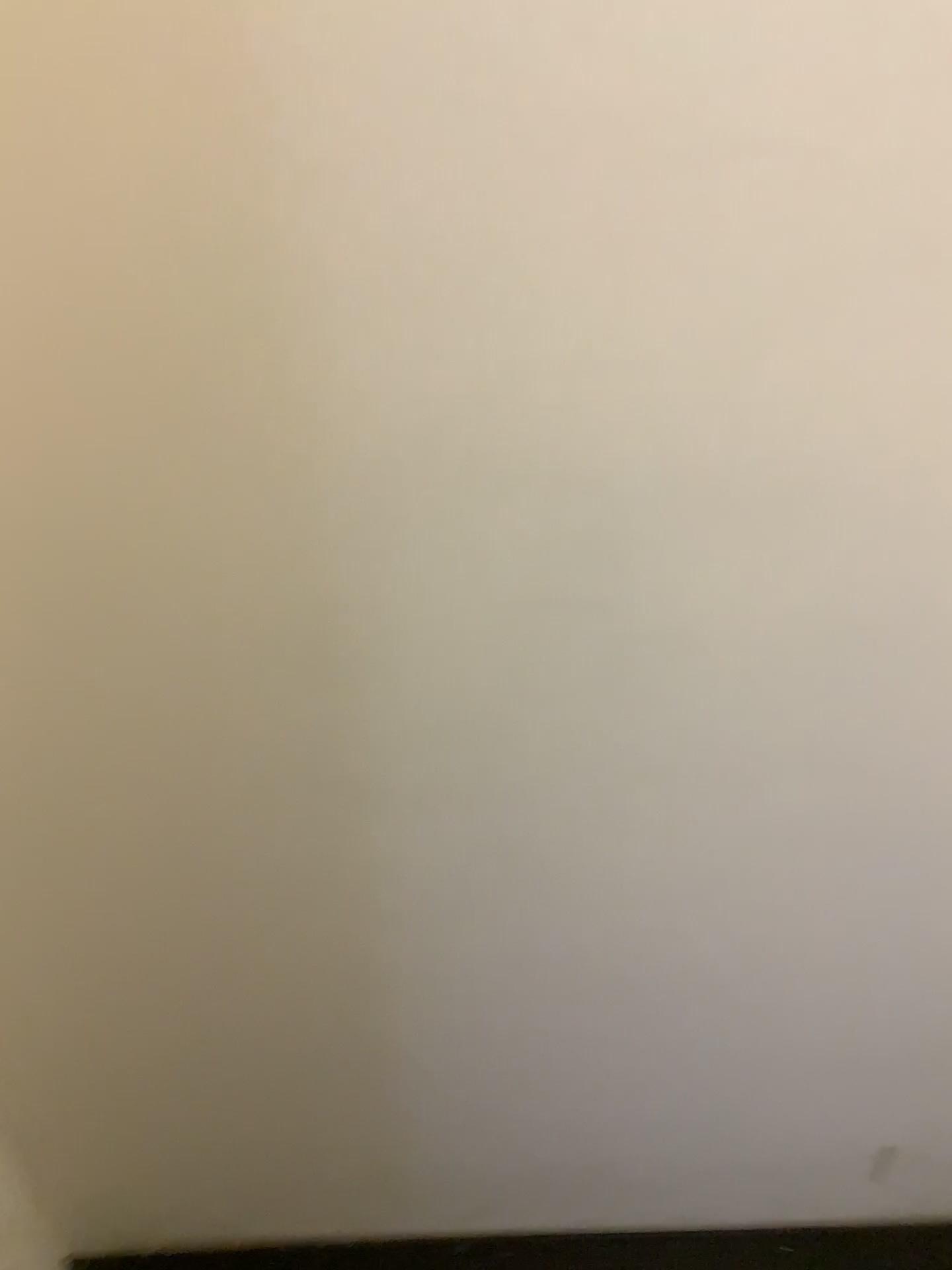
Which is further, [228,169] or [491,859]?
[491,859]
